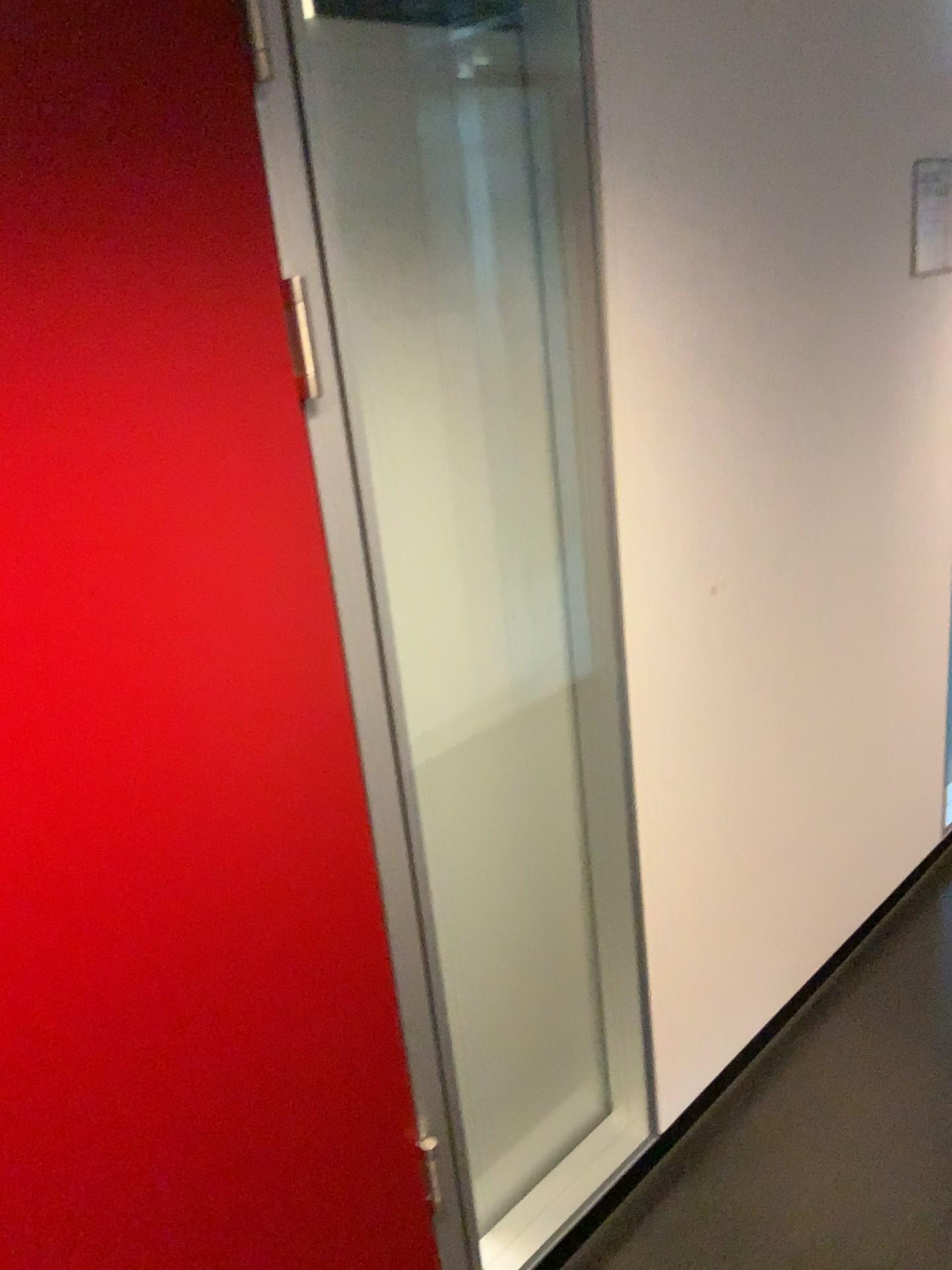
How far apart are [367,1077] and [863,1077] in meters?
1.2

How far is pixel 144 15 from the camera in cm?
93

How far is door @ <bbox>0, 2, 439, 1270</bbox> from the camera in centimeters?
93cm
